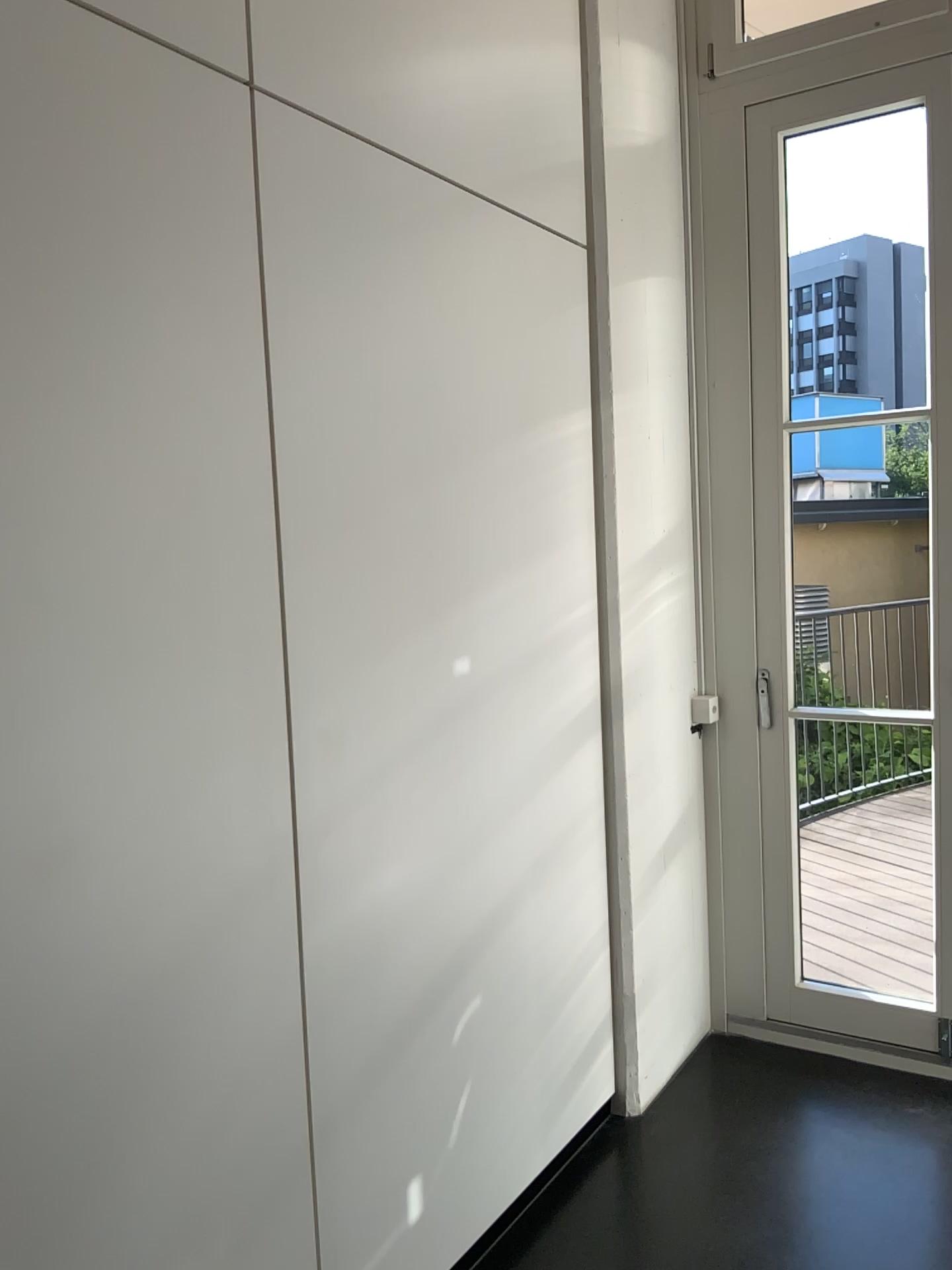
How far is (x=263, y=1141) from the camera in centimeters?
161cm
